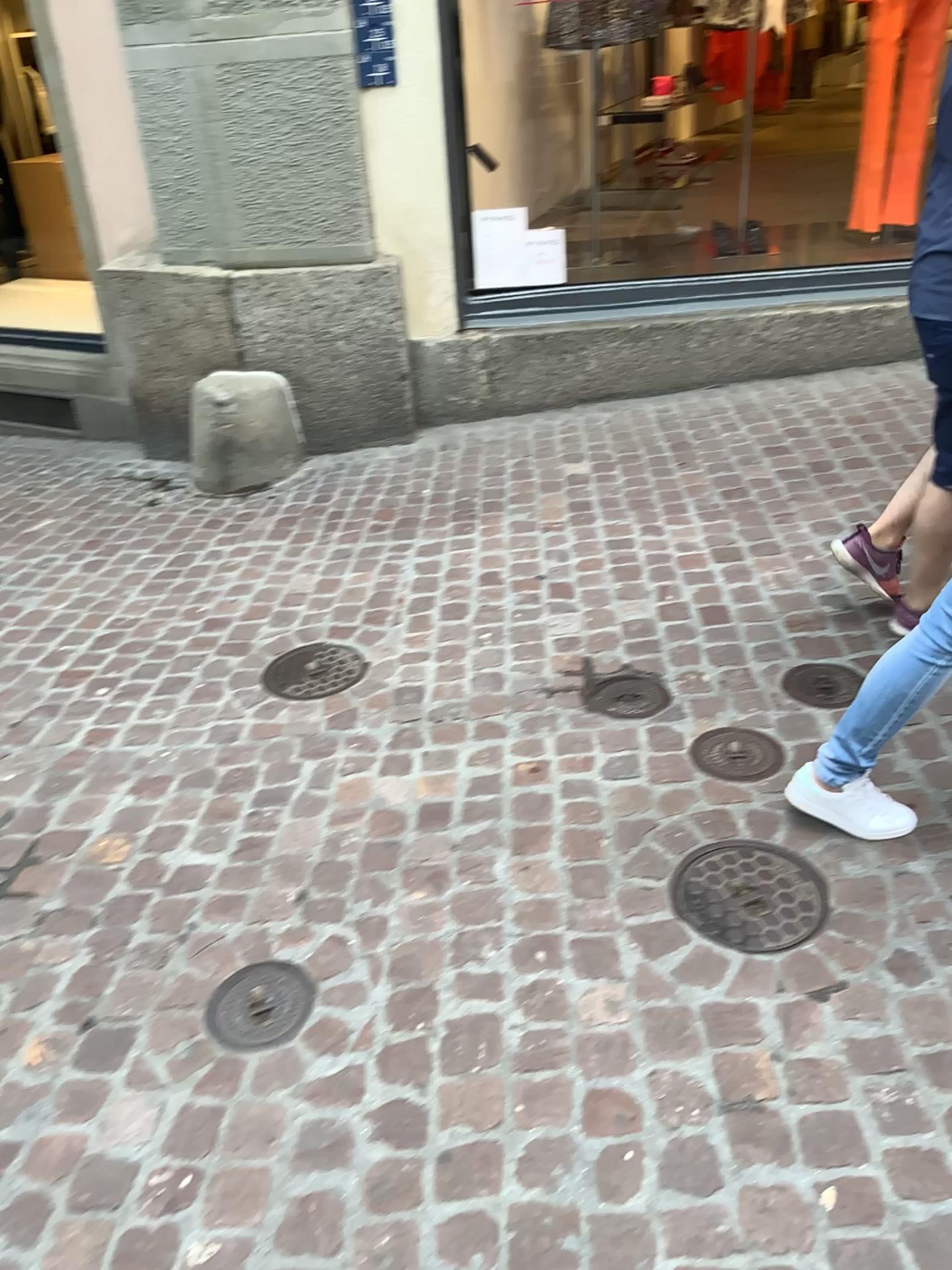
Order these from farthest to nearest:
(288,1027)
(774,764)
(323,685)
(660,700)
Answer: (323,685) → (660,700) → (774,764) → (288,1027)

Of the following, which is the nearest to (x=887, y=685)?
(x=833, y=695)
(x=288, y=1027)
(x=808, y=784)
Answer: (x=808, y=784)

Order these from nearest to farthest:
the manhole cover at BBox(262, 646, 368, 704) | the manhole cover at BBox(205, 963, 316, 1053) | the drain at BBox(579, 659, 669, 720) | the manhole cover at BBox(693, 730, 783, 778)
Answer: the manhole cover at BBox(205, 963, 316, 1053) → the manhole cover at BBox(693, 730, 783, 778) → the drain at BBox(579, 659, 669, 720) → the manhole cover at BBox(262, 646, 368, 704)

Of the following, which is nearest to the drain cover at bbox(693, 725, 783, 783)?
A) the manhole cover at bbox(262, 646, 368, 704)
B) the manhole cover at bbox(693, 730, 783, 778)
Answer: the manhole cover at bbox(693, 730, 783, 778)

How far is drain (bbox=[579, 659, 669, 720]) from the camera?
2.6m

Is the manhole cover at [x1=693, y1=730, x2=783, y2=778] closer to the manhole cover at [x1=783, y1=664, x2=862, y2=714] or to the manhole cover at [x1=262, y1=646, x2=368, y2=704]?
the manhole cover at [x1=783, y1=664, x2=862, y2=714]

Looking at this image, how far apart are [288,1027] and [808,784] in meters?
1.1

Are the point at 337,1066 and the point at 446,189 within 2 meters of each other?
no

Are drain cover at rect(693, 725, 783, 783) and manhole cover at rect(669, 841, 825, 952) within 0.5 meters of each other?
yes

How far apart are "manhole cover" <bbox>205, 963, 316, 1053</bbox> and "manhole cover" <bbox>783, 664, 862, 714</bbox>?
1.4 meters
